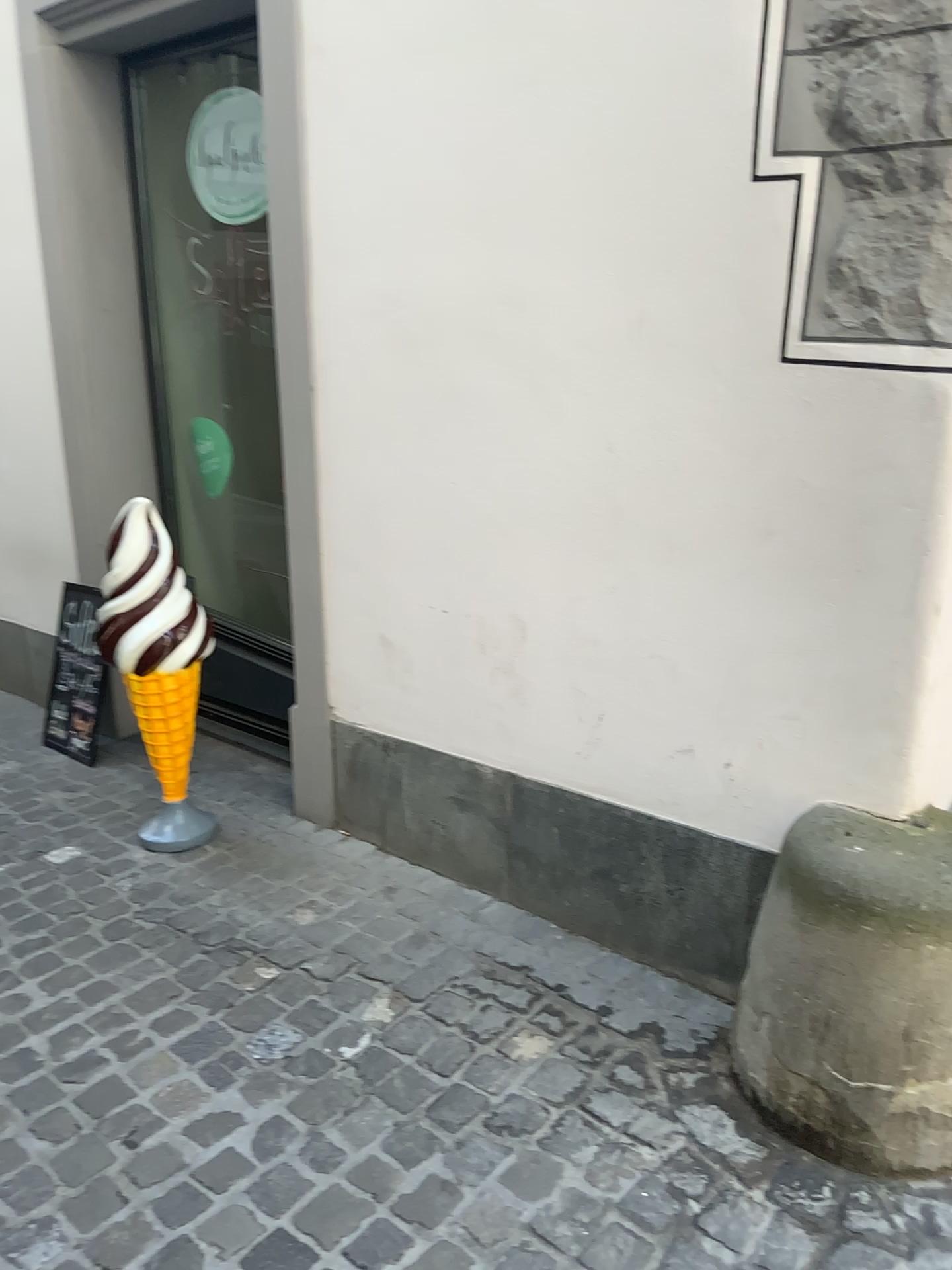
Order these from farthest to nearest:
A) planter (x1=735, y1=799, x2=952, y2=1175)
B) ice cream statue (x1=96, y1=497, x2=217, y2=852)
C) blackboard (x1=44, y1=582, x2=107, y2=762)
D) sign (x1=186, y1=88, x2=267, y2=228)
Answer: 1. blackboard (x1=44, y1=582, x2=107, y2=762)
2. sign (x1=186, y1=88, x2=267, y2=228)
3. ice cream statue (x1=96, y1=497, x2=217, y2=852)
4. planter (x1=735, y1=799, x2=952, y2=1175)

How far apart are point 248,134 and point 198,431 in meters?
1.1

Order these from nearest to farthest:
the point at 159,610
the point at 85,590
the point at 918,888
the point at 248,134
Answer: the point at 918,888
the point at 159,610
the point at 248,134
the point at 85,590

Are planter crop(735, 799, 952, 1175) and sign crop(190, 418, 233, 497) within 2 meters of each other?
no

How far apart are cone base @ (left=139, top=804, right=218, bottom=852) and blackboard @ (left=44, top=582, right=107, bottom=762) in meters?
0.7 m

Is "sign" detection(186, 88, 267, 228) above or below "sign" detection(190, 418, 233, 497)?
above

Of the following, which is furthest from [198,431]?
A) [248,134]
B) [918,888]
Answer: [918,888]

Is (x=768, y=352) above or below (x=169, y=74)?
below

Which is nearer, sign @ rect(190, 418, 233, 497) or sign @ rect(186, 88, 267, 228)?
sign @ rect(186, 88, 267, 228)

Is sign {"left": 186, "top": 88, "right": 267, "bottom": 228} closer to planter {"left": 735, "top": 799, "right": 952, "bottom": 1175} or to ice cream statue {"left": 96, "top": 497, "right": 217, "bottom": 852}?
ice cream statue {"left": 96, "top": 497, "right": 217, "bottom": 852}
